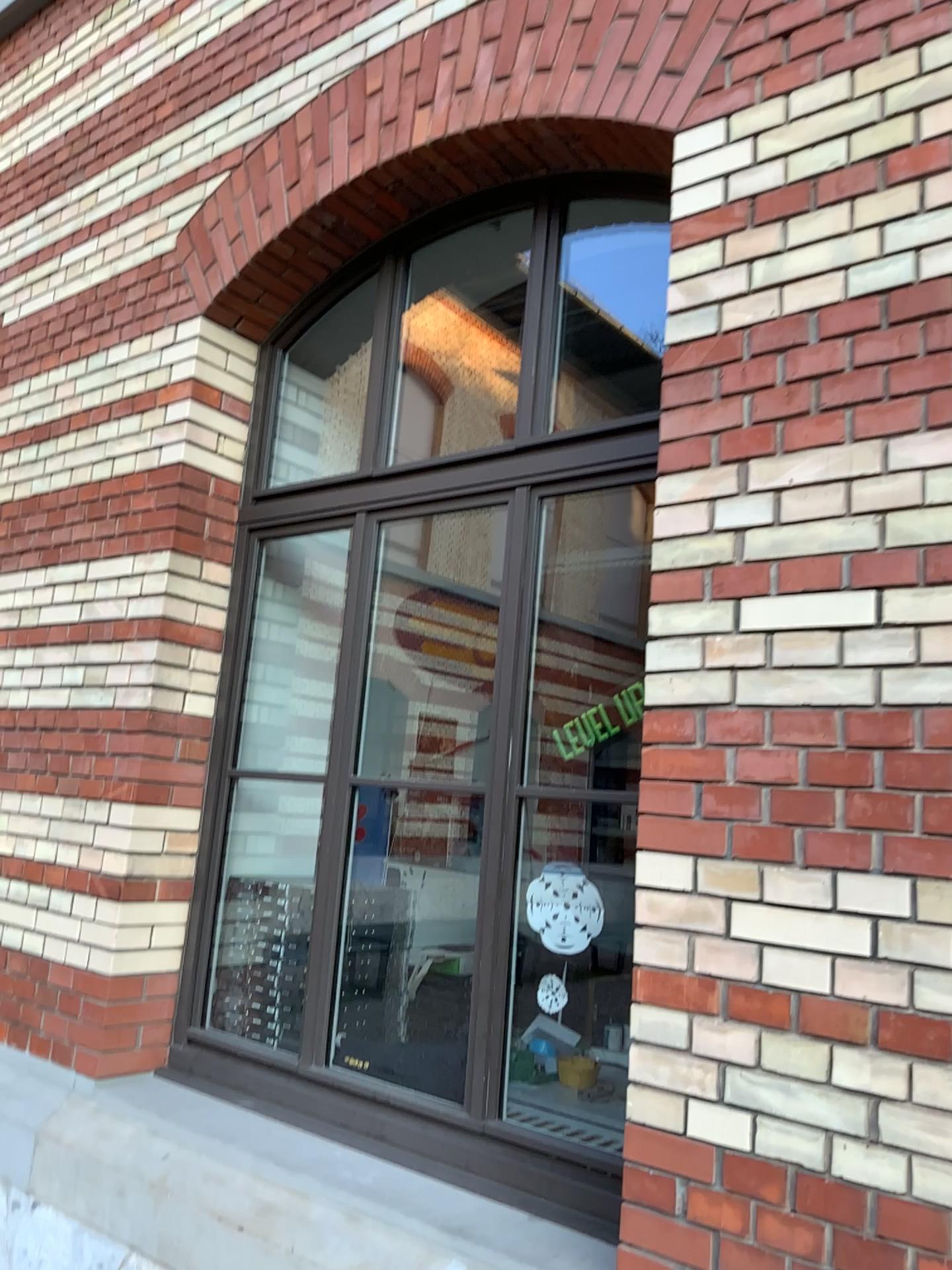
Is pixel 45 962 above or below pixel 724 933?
below
